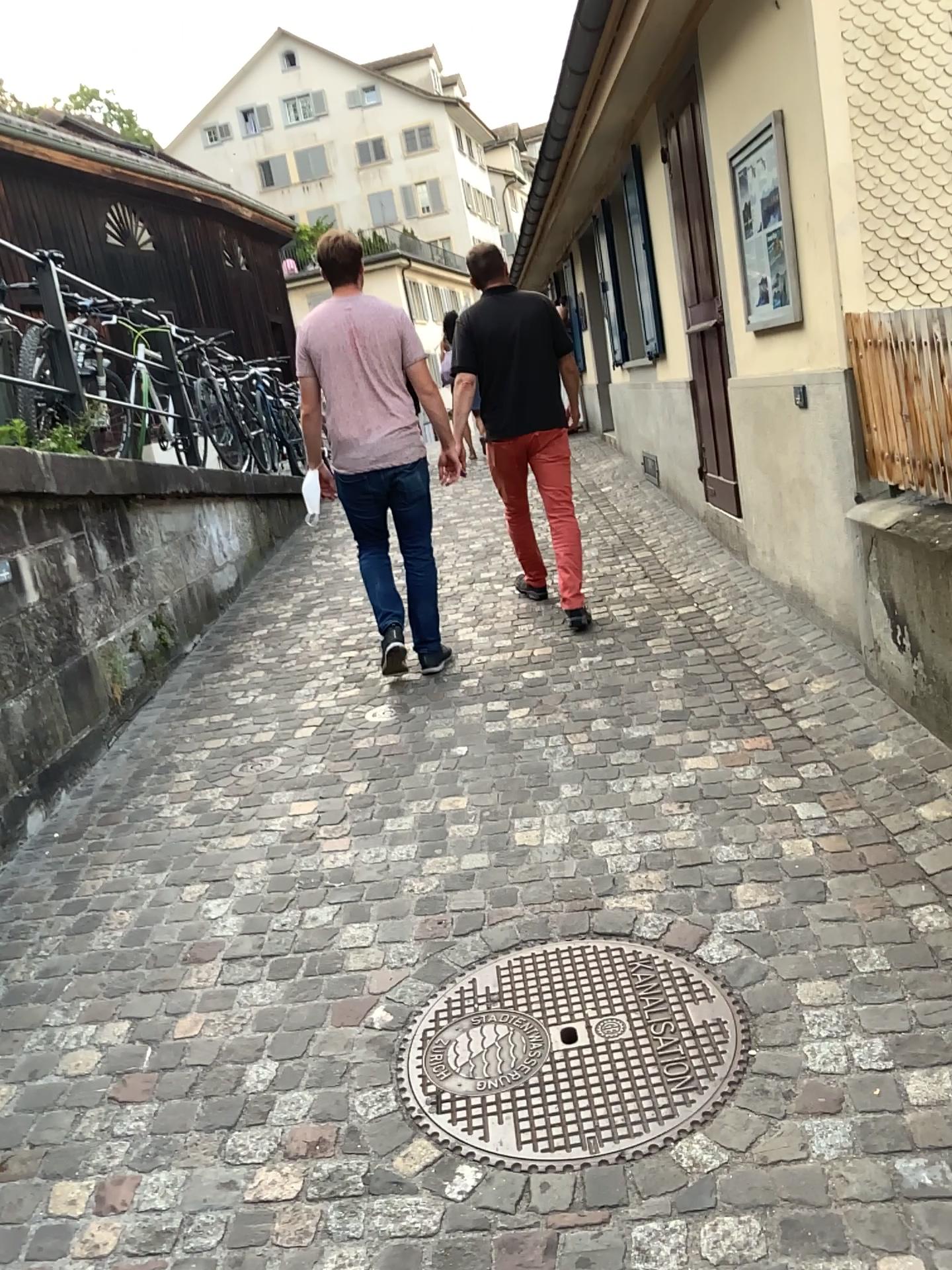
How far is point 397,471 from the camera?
4.46m

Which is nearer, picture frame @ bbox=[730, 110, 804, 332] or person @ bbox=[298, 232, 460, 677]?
picture frame @ bbox=[730, 110, 804, 332]

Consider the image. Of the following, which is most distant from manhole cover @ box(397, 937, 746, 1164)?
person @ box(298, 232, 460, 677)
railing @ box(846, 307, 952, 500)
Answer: person @ box(298, 232, 460, 677)

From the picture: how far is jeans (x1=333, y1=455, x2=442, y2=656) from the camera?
4.5m

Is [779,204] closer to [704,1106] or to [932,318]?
[932,318]

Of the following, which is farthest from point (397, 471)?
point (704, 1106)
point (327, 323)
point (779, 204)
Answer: point (704, 1106)

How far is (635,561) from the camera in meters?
6.0

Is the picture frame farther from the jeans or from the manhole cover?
the manhole cover

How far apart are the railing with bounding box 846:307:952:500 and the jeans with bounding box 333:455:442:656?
1.9 meters

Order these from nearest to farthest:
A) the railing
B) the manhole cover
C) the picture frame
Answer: the manhole cover
the railing
the picture frame
